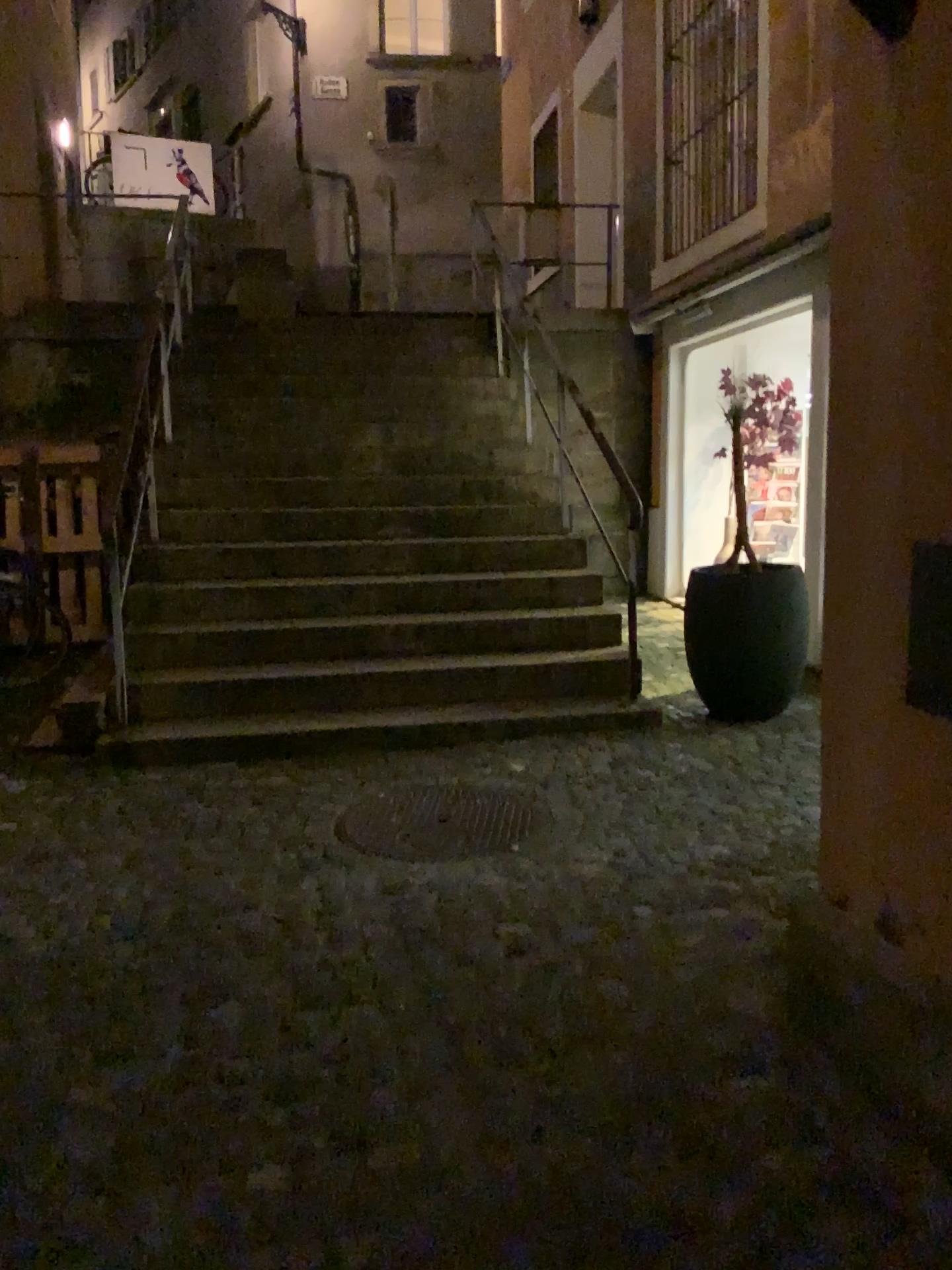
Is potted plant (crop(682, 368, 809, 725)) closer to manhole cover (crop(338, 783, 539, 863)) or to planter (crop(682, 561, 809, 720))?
planter (crop(682, 561, 809, 720))

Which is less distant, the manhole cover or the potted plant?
the manhole cover

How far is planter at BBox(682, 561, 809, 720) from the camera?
4.5m

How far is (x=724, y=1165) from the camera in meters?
1.8 m

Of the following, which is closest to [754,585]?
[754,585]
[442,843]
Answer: [754,585]

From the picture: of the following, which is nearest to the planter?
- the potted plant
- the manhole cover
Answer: the potted plant

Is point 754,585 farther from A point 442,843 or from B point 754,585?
A point 442,843

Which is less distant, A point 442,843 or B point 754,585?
A point 442,843
